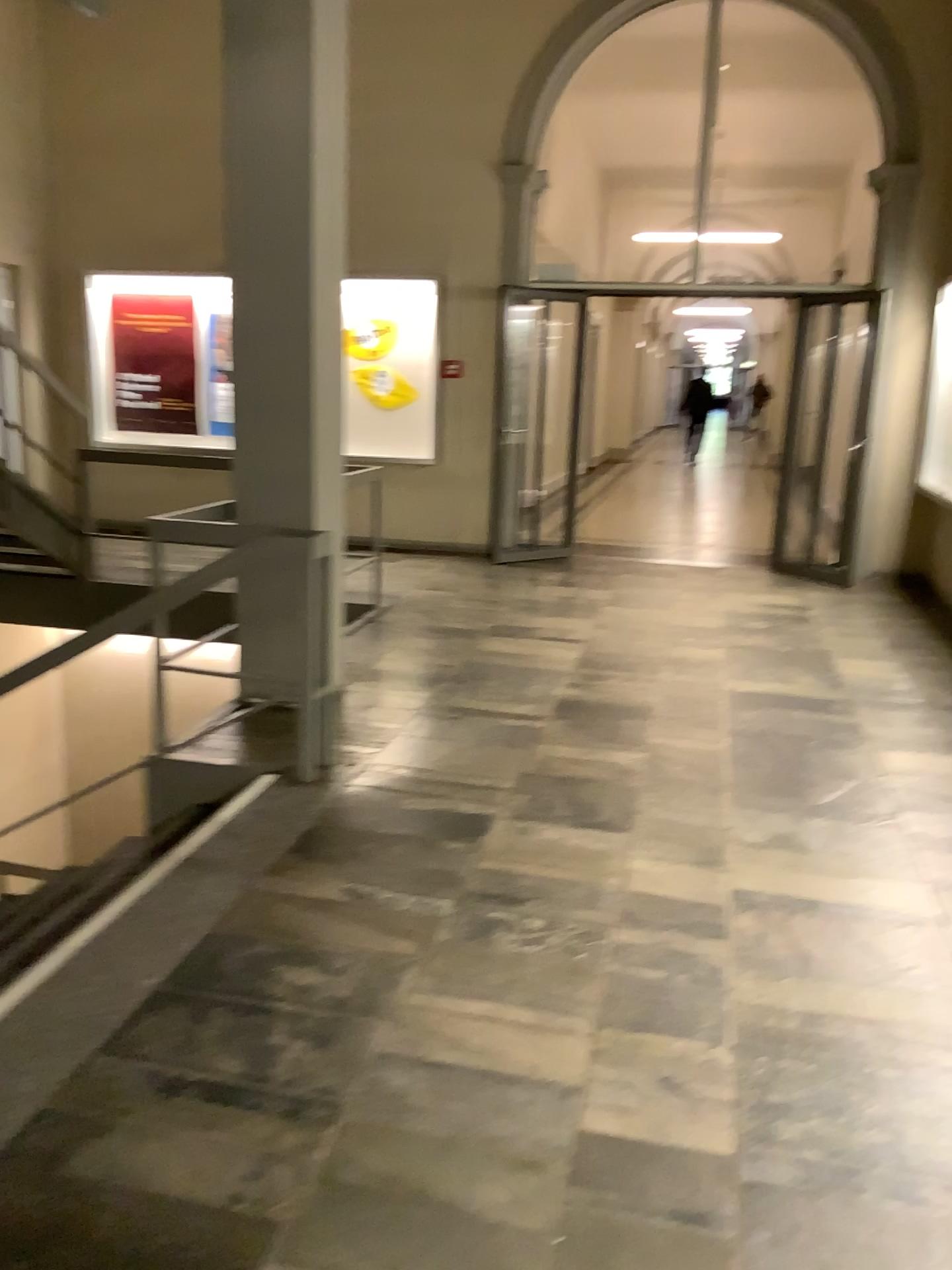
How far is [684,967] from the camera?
2.7m
